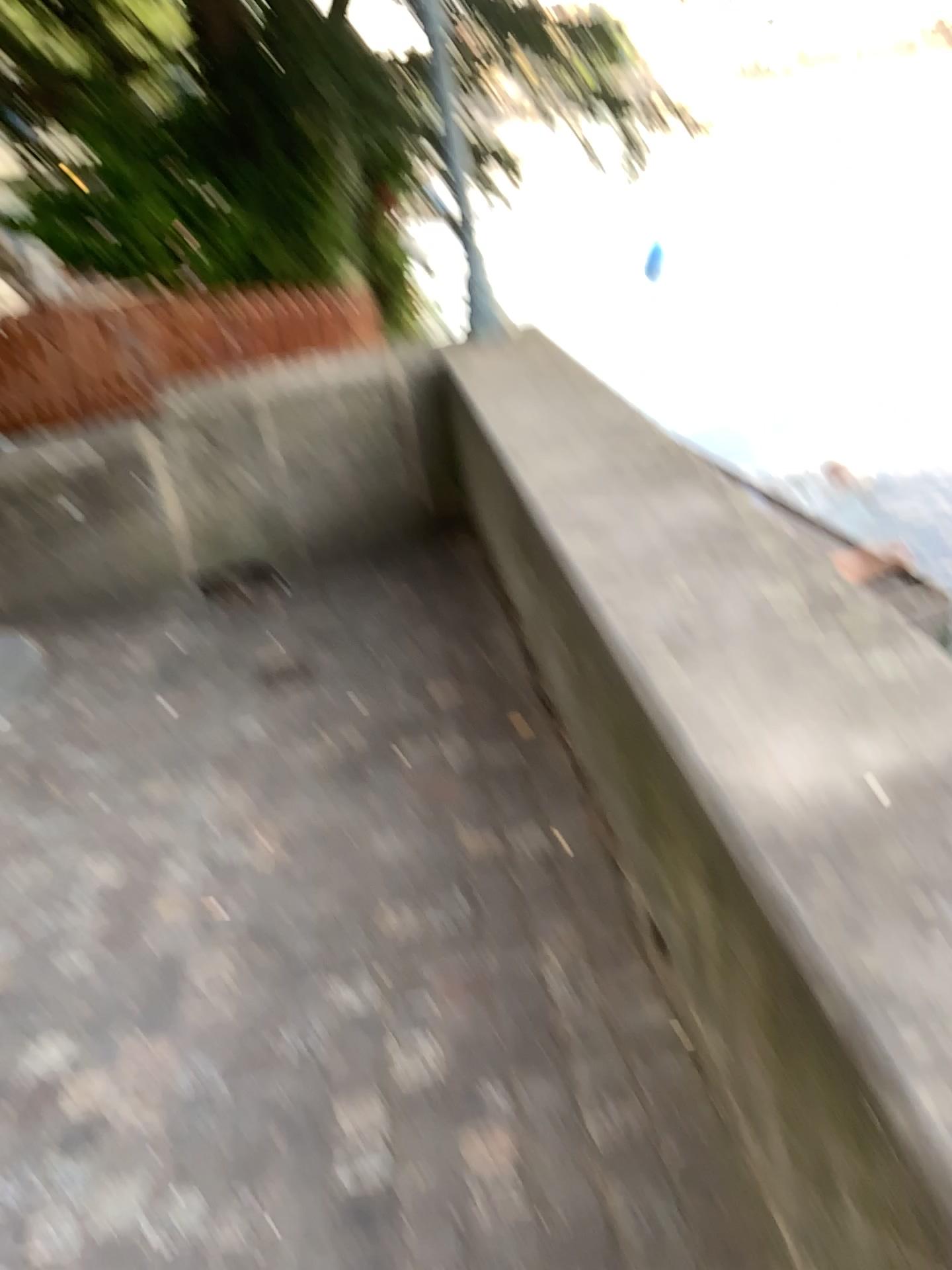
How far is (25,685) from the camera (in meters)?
3.83

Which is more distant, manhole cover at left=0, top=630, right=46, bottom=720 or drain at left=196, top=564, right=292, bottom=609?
drain at left=196, top=564, right=292, bottom=609

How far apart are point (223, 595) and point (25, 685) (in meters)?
0.86

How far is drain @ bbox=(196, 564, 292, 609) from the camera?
4.36m

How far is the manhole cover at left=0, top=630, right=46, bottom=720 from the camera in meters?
3.8 m

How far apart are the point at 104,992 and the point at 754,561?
1.6m

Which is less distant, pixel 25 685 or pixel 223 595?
pixel 25 685

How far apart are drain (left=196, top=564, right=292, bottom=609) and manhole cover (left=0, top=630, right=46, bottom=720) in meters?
0.7
